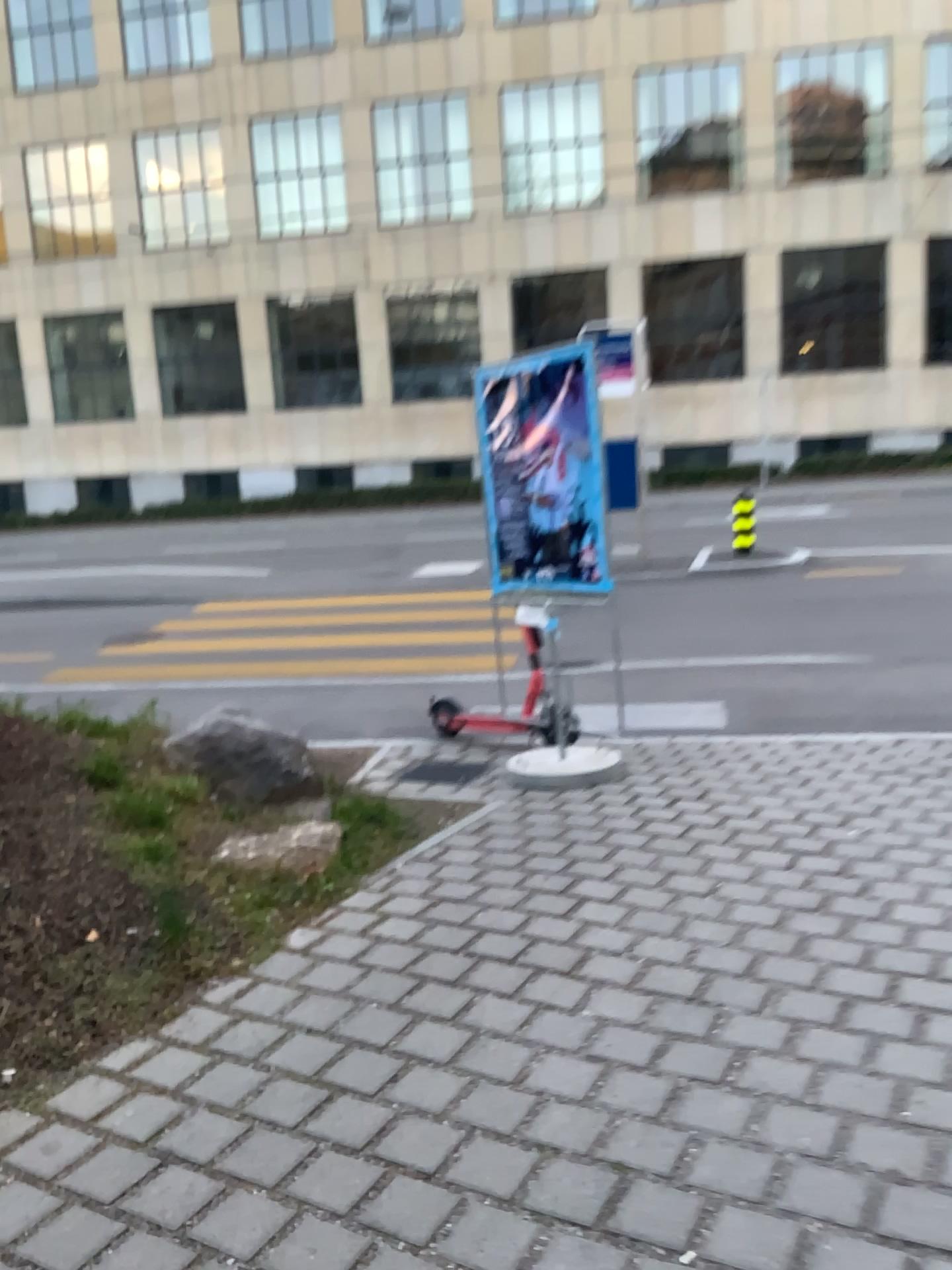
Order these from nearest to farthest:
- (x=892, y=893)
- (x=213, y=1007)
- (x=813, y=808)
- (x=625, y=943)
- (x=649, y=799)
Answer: (x=213, y=1007), (x=625, y=943), (x=892, y=893), (x=813, y=808), (x=649, y=799)
